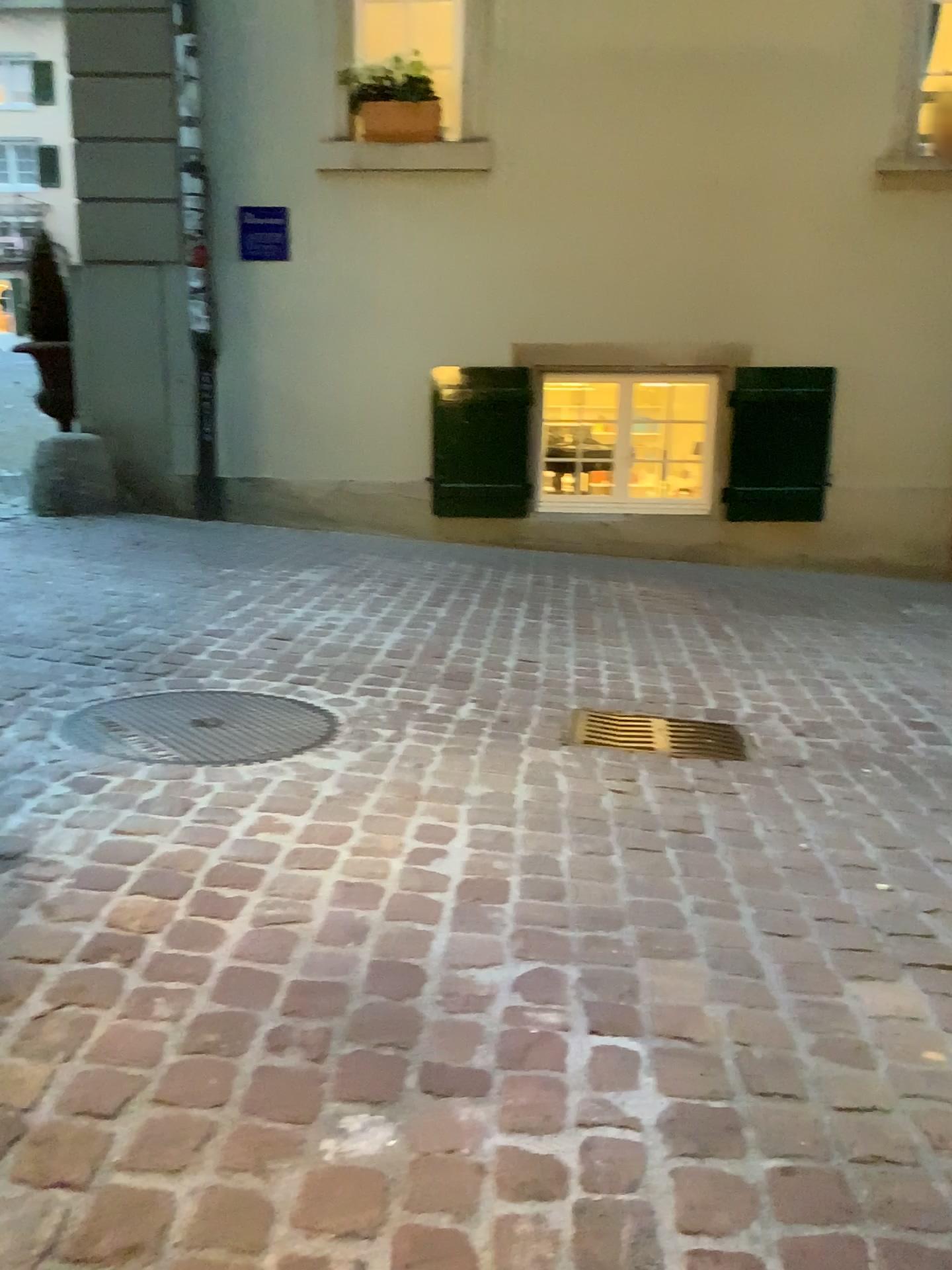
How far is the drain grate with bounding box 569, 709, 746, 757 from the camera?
2.9 meters

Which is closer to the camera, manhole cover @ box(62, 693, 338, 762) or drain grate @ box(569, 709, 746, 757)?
manhole cover @ box(62, 693, 338, 762)

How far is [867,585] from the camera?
5.3 meters

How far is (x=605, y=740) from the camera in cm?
291

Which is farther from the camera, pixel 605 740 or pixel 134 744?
pixel 605 740
